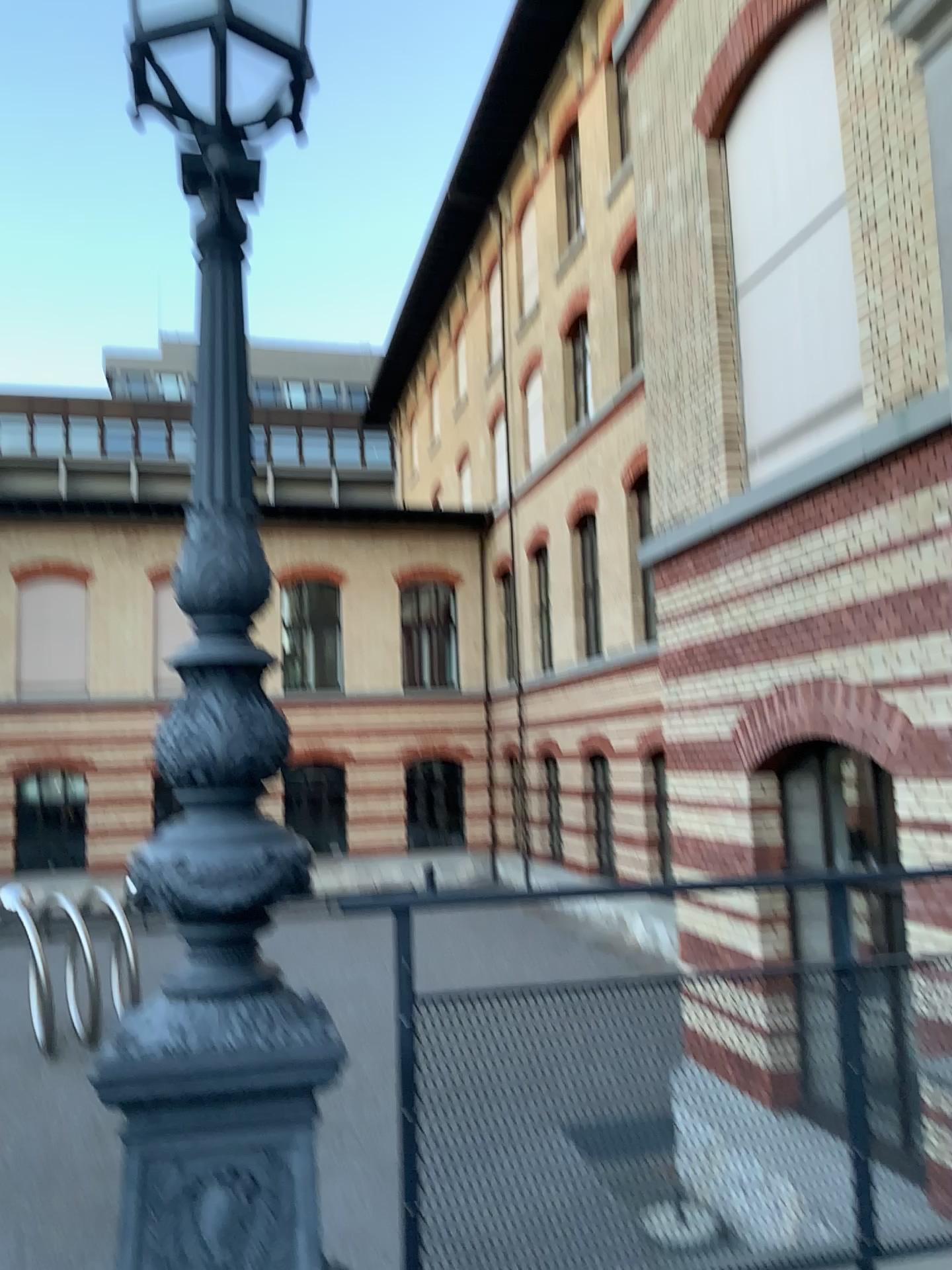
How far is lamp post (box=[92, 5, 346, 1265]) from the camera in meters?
2.0 m

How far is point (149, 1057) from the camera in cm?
200

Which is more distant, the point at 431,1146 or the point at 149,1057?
the point at 431,1146

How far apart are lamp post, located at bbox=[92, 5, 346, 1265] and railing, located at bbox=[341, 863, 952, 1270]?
0.30m

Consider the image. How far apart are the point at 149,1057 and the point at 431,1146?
0.7 meters

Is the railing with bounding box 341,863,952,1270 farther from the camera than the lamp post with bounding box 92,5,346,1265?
Yes

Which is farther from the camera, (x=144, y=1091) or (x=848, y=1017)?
(x=848, y=1017)

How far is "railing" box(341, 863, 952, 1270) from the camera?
2.3 meters
